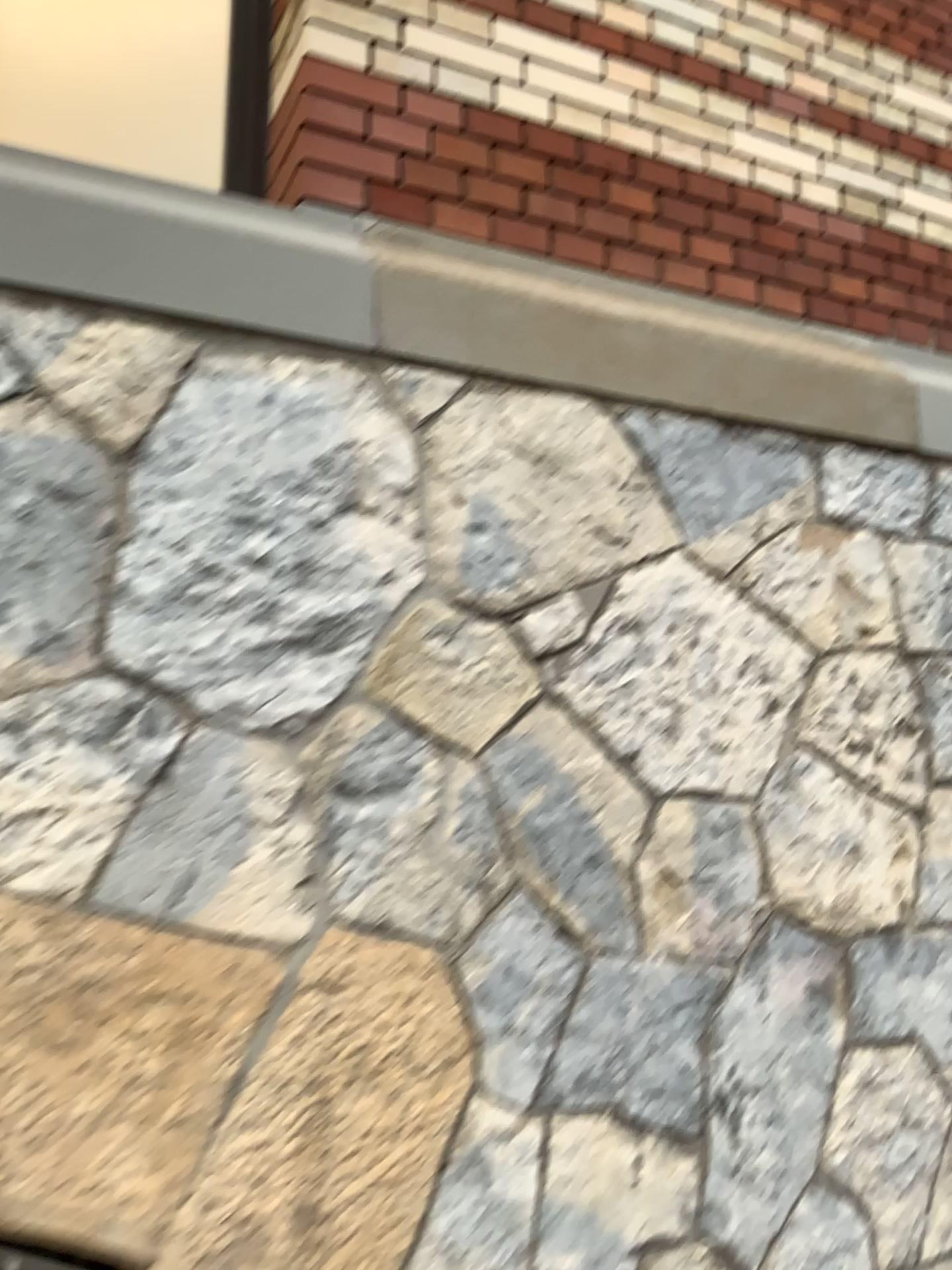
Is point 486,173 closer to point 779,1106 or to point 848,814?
point 848,814
